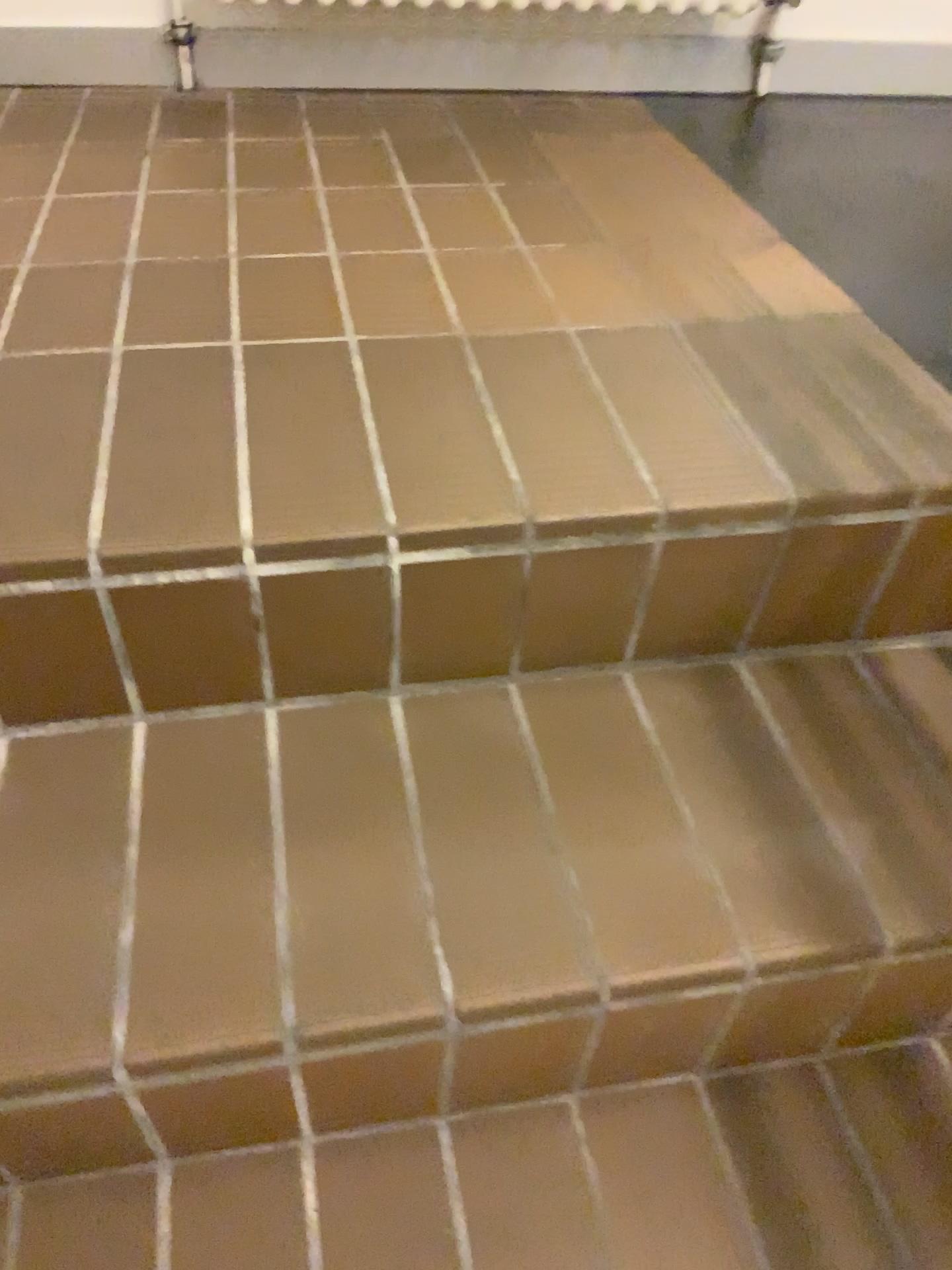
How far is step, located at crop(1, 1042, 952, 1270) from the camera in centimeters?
76cm

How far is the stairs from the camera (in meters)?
0.73

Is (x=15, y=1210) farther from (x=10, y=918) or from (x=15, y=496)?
(x=15, y=496)

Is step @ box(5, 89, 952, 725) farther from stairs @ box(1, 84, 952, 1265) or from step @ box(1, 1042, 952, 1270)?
step @ box(1, 1042, 952, 1270)

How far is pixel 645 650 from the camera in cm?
94

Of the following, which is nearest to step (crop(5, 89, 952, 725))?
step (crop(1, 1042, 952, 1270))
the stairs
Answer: the stairs

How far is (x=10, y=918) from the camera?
0.73m

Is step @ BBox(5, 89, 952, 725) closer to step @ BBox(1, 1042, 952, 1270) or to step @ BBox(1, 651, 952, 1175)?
step @ BBox(1, 651, 952, 1175)

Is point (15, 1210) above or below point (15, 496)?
below
